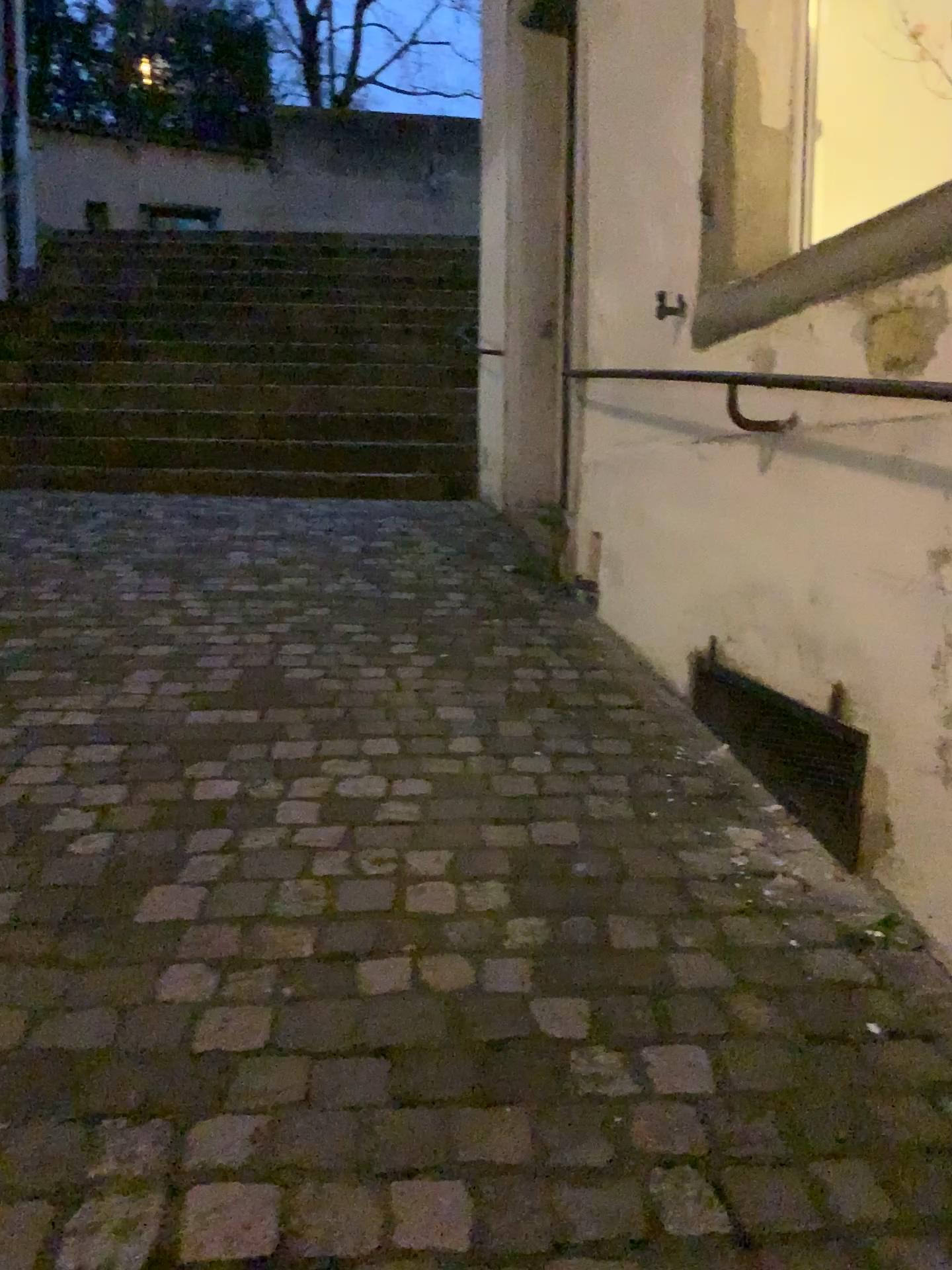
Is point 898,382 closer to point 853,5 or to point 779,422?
point 779,422

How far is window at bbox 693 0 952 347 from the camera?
2.45m

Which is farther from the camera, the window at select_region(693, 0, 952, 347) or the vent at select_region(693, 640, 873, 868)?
the window at select_region(693, 0, 952, 347)

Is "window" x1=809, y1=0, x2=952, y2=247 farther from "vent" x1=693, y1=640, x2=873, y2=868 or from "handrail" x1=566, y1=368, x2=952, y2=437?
"vent" x1=693, y1=640, x2=873, y2=868

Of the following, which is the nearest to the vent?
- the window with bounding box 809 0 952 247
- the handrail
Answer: the handrail

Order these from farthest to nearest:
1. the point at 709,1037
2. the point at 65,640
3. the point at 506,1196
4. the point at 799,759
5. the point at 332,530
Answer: the point at 332,530
the point at 65,640
the point at 799,759
the point at 709,1037
the point at 506,1196

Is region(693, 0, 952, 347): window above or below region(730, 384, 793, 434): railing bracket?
above

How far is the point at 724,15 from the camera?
2.5m

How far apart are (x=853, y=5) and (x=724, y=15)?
0.4m
